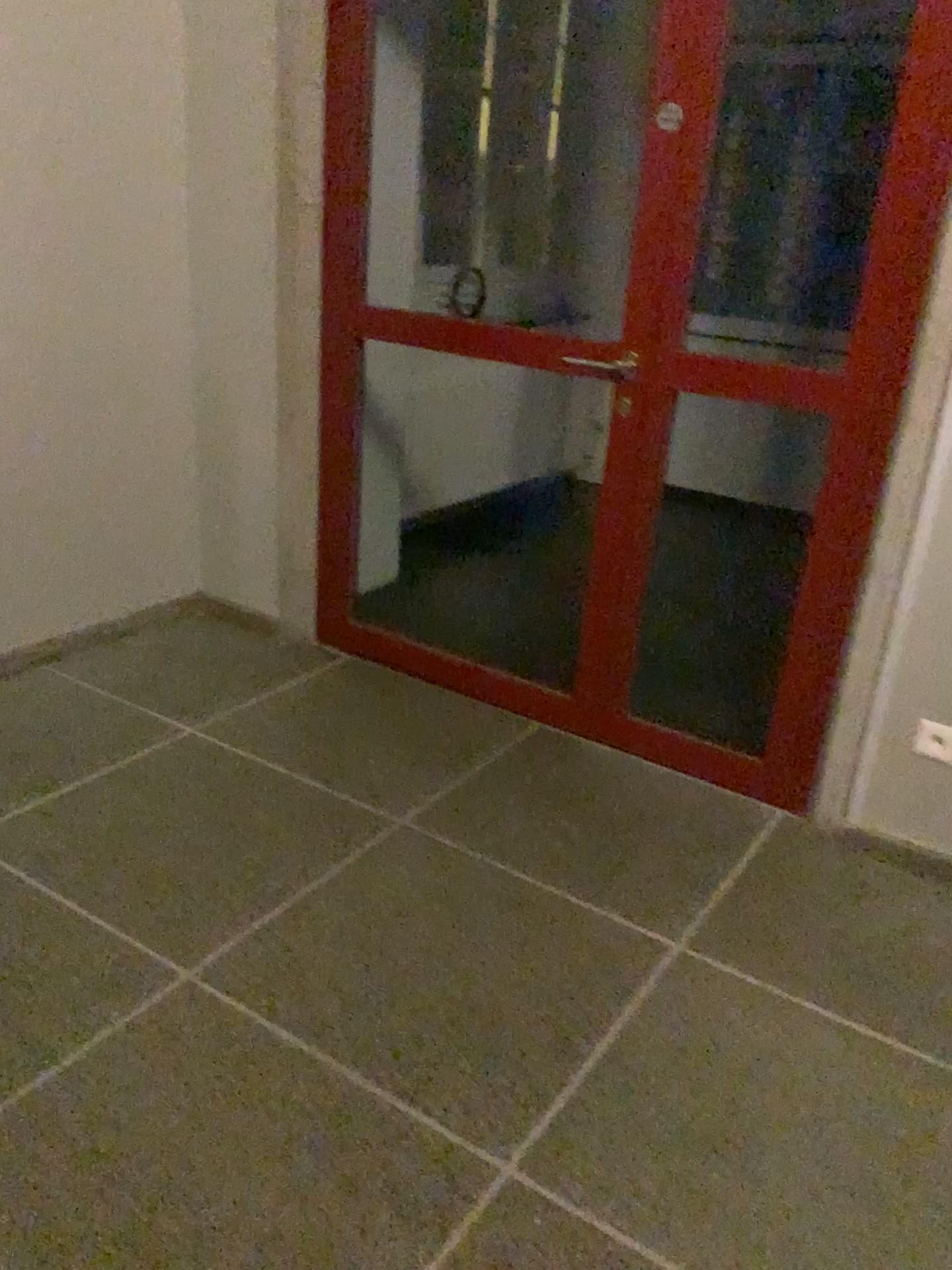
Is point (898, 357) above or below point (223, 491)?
above
